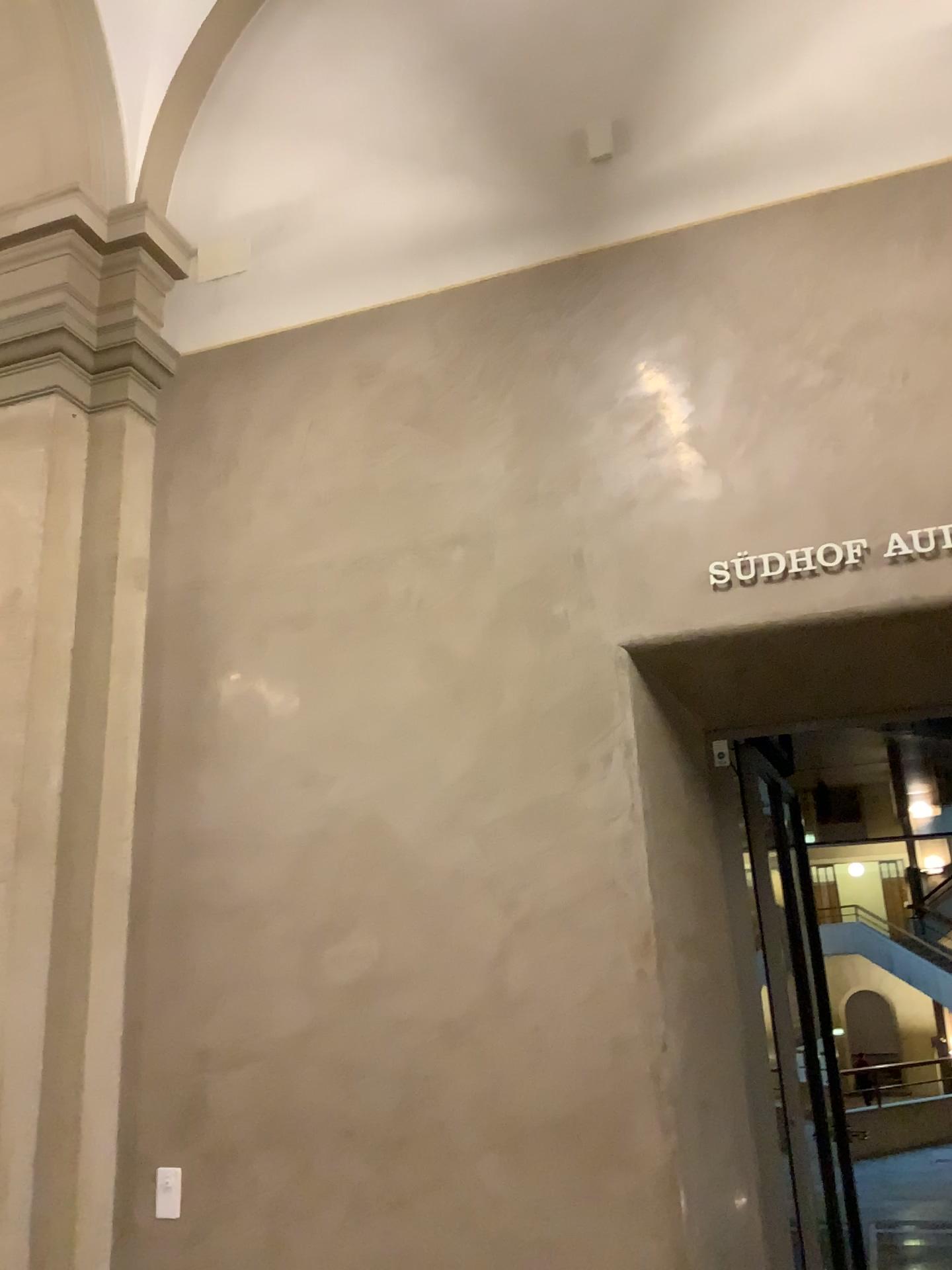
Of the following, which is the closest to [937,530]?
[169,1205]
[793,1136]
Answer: [793,1136]

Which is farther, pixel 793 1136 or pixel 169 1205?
pixel 793 1136

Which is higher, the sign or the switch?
the sign

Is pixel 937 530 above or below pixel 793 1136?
above

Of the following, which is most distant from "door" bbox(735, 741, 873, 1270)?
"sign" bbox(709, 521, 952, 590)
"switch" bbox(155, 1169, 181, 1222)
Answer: "switch" bbox(155, 1169, 181, 1222)

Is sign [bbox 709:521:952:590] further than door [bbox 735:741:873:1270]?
No

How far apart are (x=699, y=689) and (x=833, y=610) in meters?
0.6

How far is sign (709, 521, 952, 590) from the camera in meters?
3.1

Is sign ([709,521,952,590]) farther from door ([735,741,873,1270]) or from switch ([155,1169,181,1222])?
switch ([155,1169,181,1222])
